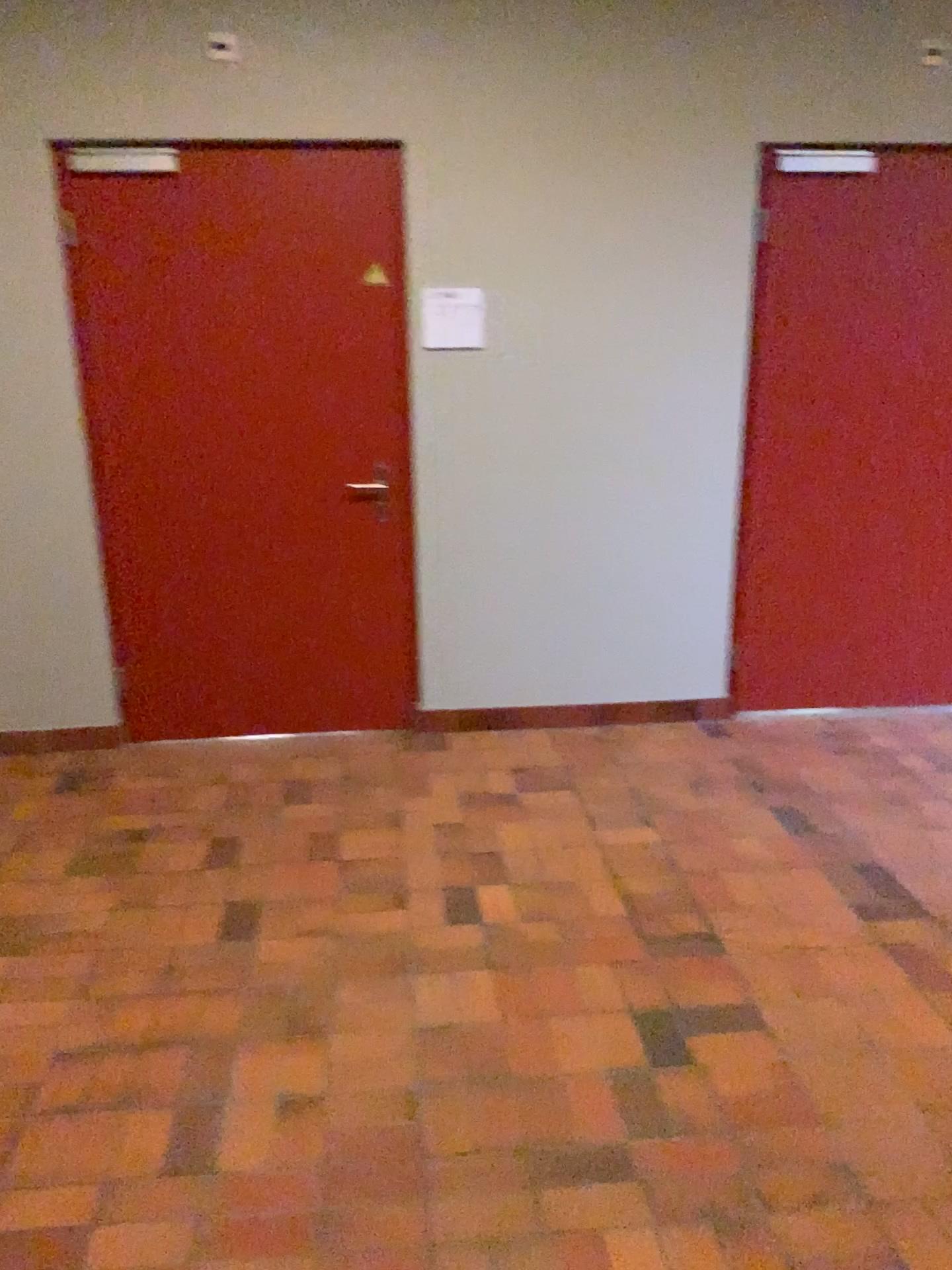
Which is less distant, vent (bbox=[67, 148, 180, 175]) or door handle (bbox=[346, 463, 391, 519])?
vent (bbox=[67, 148, 180, 175])

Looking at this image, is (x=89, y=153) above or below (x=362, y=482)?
above

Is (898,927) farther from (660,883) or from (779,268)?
(779,268)

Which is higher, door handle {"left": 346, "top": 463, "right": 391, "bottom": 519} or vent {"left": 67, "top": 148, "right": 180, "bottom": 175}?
vent {"left": 67, "top": 148, "right": 180, "bottom": 175}

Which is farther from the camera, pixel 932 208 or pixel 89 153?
pixel 932 208

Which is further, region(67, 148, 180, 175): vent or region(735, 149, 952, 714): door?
region(735, 149, 952, 714): door

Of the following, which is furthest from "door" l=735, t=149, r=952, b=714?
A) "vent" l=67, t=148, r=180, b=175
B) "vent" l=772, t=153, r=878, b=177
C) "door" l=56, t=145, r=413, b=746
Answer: "vent" l=67, t=148, r=180, b=175

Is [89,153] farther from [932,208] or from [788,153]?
[932,208]

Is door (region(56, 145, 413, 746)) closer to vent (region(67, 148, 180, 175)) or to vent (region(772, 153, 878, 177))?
vent (region(67, 148, 180, 175))

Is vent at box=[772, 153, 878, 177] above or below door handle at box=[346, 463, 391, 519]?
above
